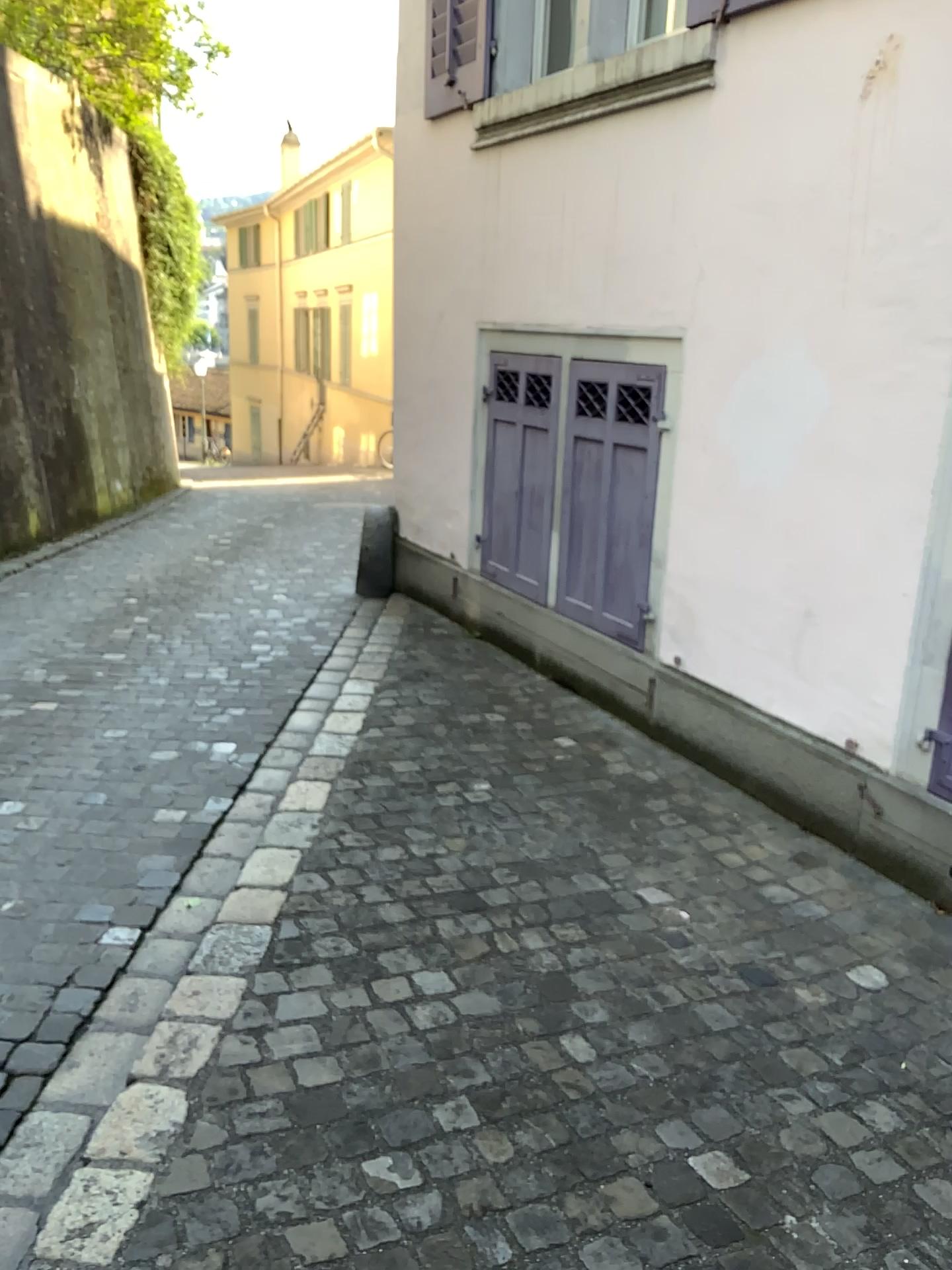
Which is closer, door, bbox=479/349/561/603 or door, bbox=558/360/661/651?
door, bbox=558/360/661/651

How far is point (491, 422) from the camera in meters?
5.4

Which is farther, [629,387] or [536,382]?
[536,382]
